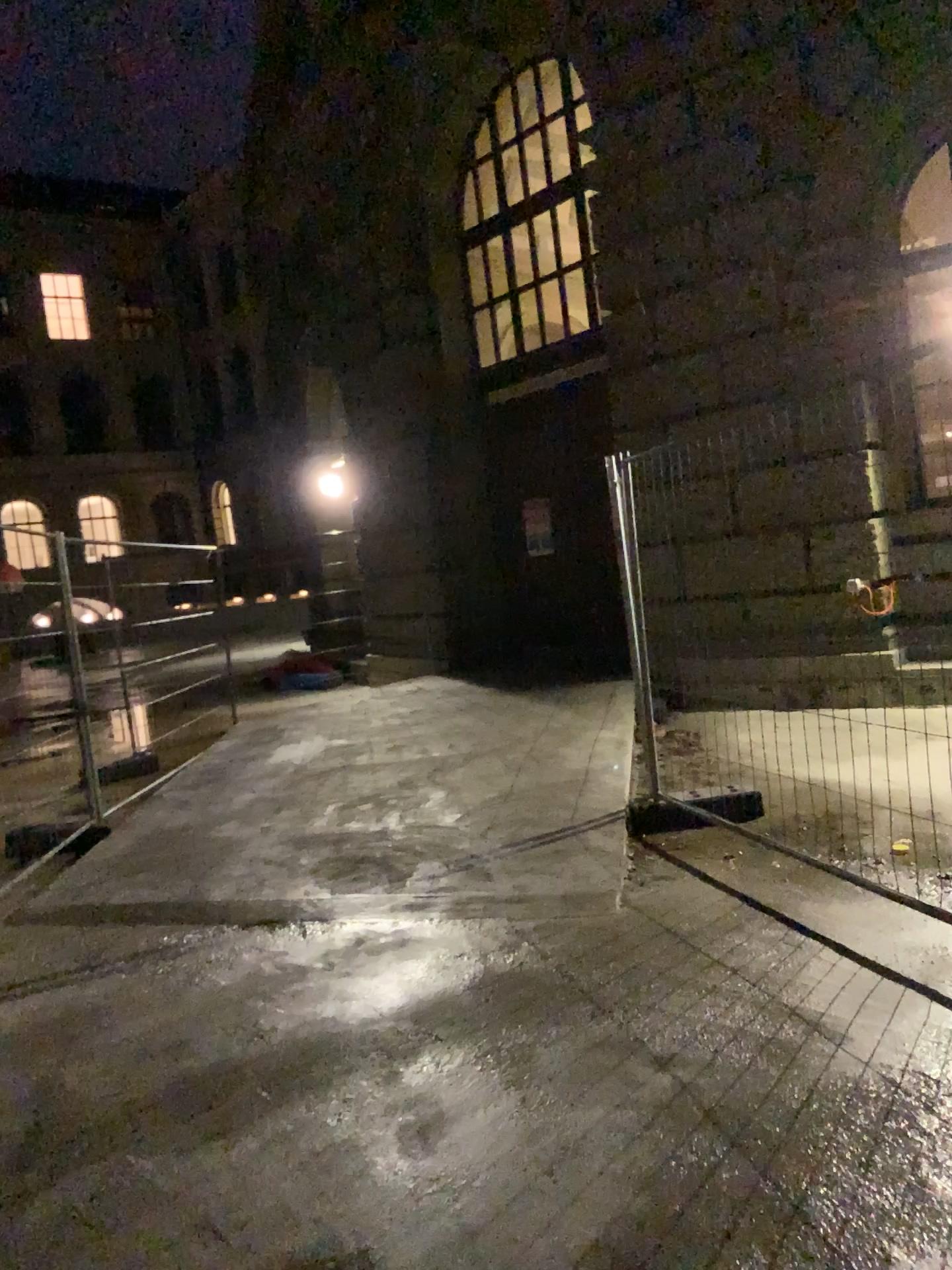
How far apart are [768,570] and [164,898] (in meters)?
3.15
